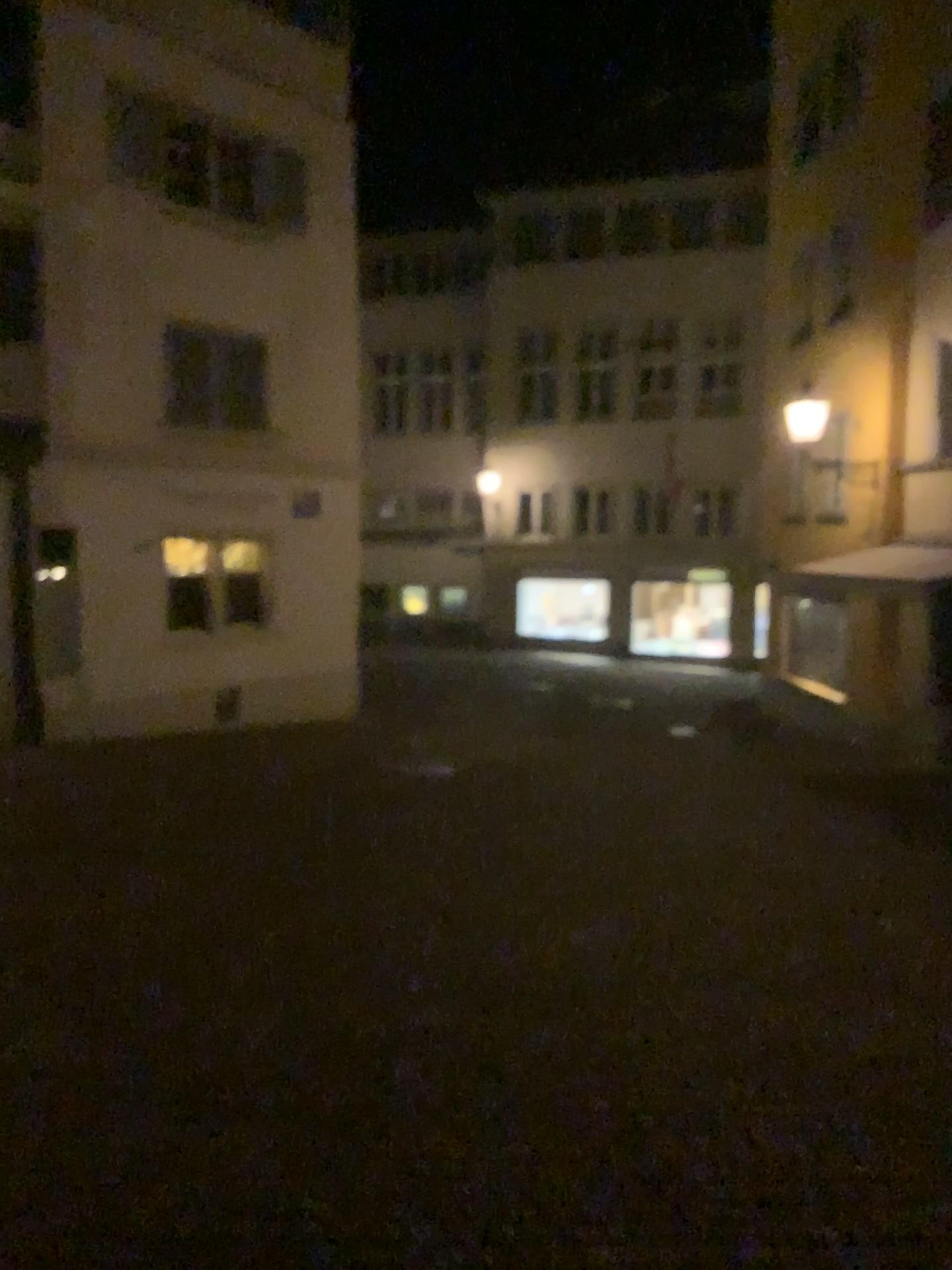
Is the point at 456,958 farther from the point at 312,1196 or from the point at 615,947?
the point at 312,1196
